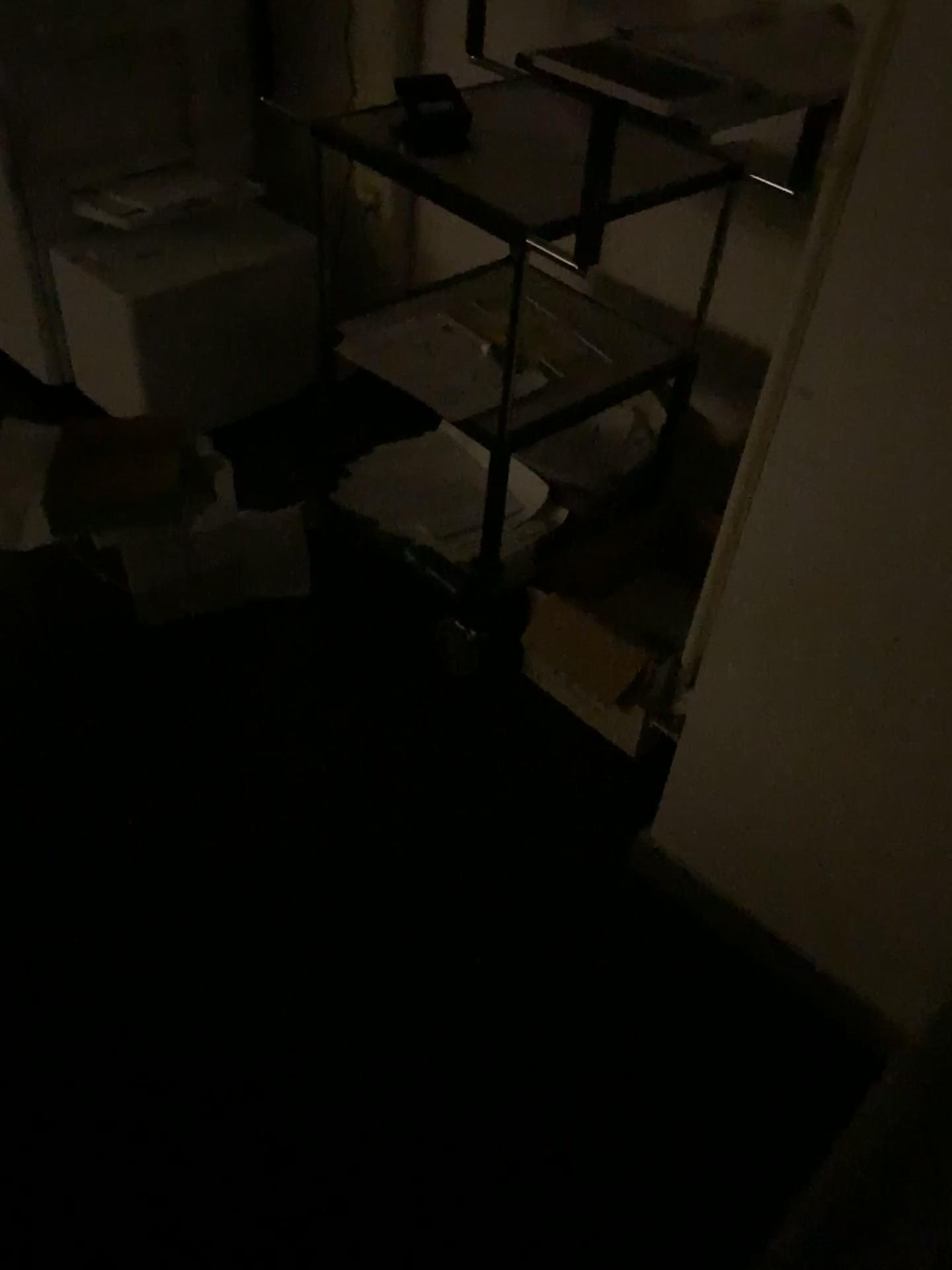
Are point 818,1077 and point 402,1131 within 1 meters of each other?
yes

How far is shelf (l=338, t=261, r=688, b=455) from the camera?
1.8 meters

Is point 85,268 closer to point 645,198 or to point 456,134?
point 456,134

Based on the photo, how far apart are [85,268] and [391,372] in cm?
99

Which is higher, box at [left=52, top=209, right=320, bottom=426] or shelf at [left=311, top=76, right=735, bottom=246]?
shelf at [left=311, top=76, right=735, bottom=246]

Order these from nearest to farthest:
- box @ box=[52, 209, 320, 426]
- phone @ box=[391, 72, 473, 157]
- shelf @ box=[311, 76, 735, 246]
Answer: shelf @ box=[311, 76, 735, 246]
phone @ box=[391, 72, 473, 157]
box @ box=[52, 209, 320, 426]

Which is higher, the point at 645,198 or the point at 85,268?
the point at 645,198

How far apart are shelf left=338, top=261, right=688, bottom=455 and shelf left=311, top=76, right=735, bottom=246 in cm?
28

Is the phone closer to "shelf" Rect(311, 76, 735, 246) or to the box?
"shelf" Rect(311, 76, 735, 246)

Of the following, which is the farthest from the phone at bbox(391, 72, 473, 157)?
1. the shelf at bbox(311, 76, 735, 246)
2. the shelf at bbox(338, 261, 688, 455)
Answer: the shelf at bbox(338, 261, 688, 455)
